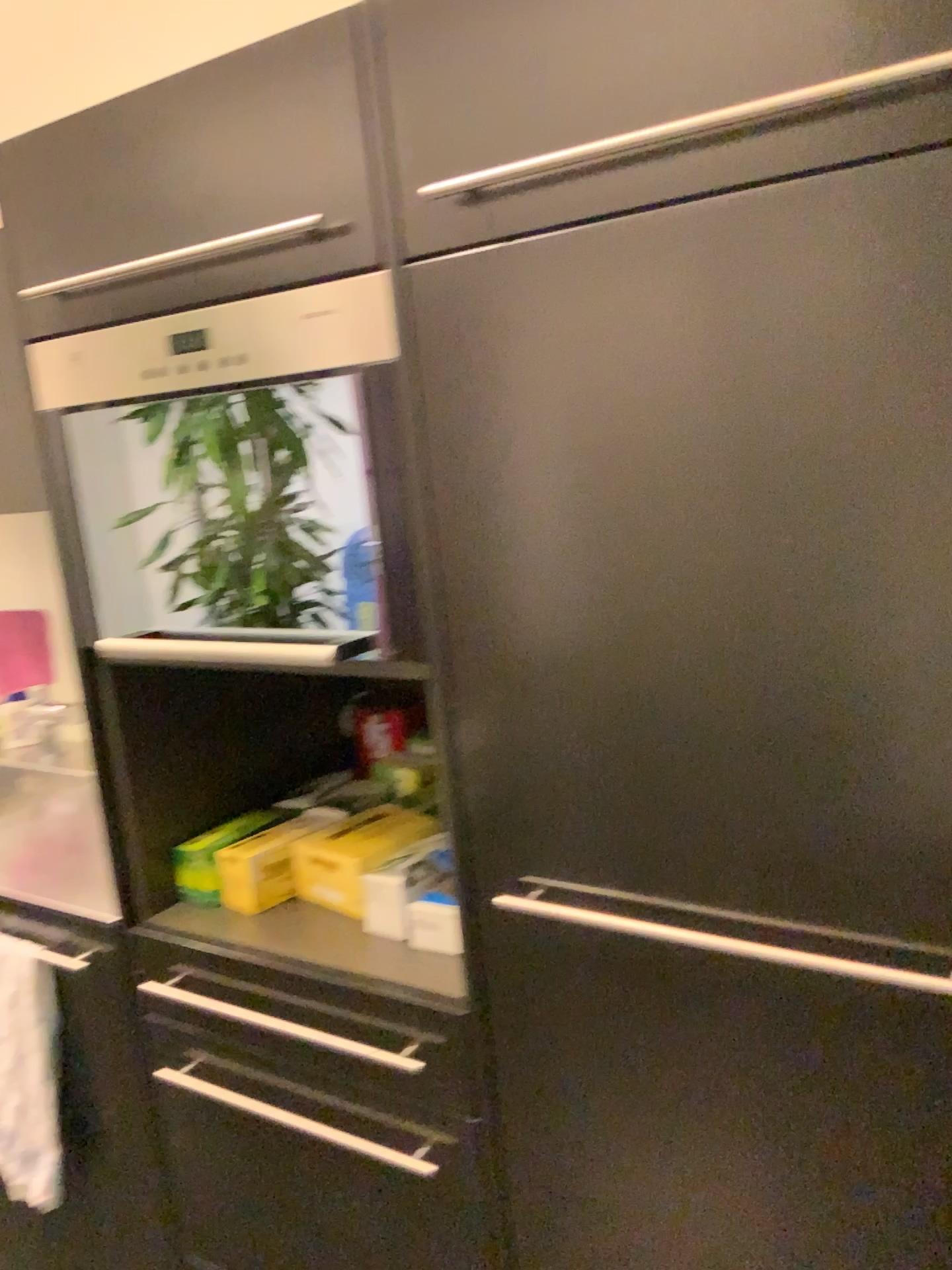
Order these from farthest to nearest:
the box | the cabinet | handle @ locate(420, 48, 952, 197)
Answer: the box
the cabinet
handle @ locate(420, 48, 952, 197)

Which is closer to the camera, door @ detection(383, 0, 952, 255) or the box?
door @ detection(383, 0, 952, 255)

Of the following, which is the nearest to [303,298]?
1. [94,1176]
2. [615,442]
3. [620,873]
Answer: [615,442]

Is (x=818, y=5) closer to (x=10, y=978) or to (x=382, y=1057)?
(x=382, y=1057)

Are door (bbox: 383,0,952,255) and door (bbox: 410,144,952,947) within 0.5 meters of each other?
yes

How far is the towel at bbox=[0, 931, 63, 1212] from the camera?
1.58m

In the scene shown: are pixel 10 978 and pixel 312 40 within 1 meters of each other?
no

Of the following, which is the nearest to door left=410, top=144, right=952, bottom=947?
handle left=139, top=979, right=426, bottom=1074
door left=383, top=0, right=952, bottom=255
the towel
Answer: door left=383, top=0, right=952, bottom=255

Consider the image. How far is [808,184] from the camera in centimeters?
78cm

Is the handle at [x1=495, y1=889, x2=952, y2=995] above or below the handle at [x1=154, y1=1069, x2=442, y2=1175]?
above
